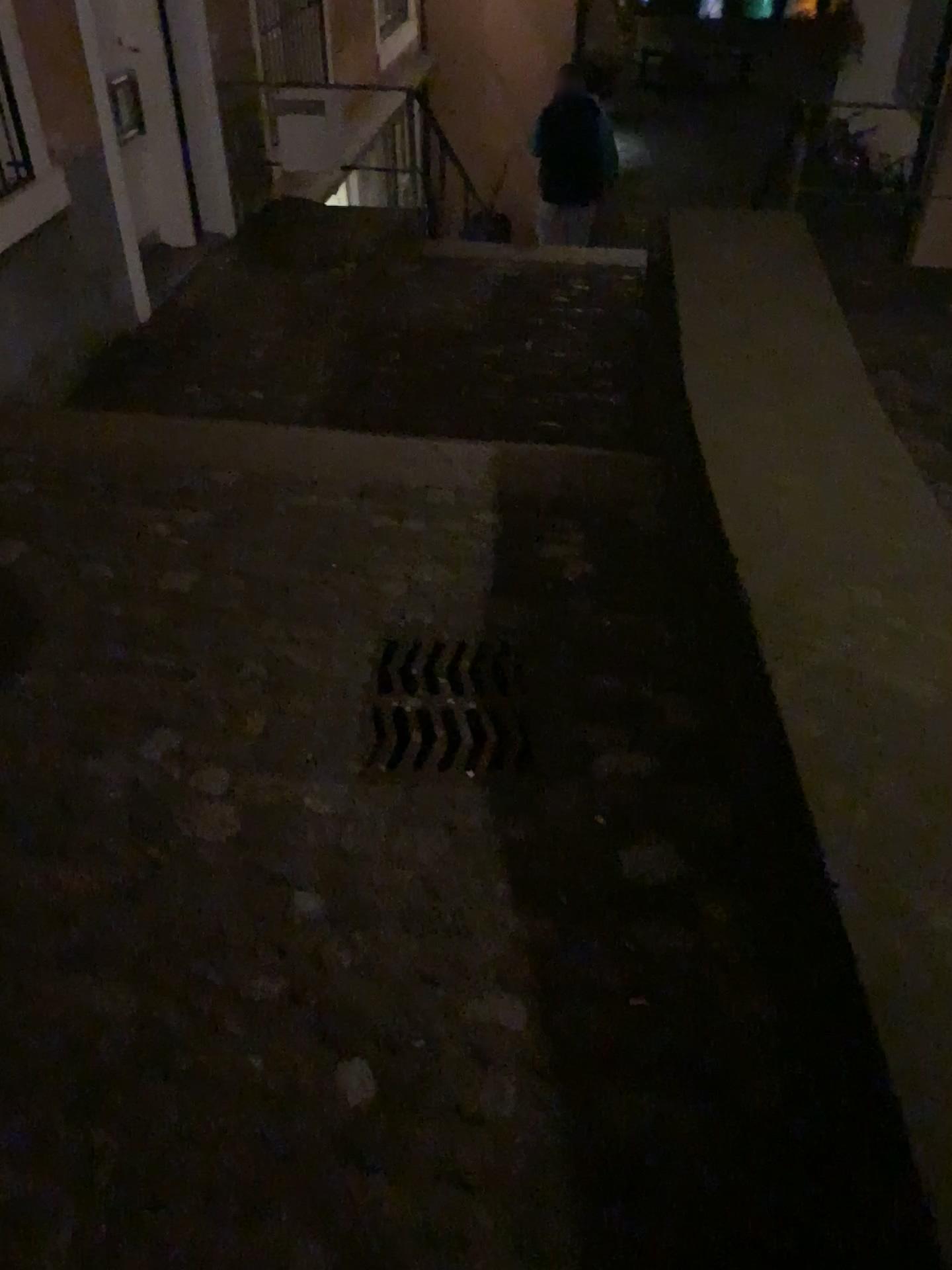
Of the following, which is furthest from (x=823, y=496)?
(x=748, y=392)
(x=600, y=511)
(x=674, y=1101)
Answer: (x=674, y=1101)
